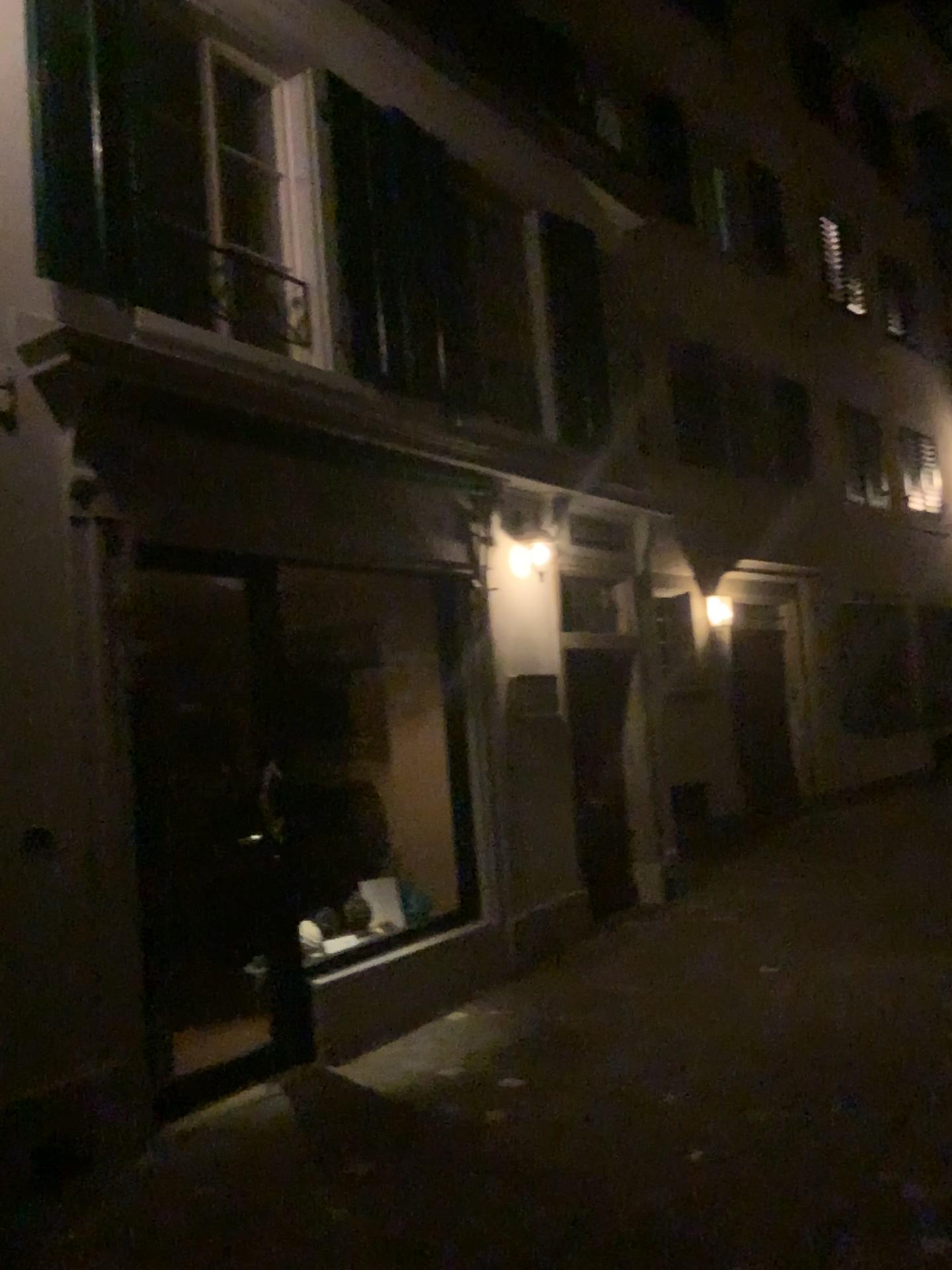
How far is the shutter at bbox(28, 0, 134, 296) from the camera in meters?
4.2

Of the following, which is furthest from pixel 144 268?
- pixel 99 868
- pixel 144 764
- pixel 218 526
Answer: pixel 99 868

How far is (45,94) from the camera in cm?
415
